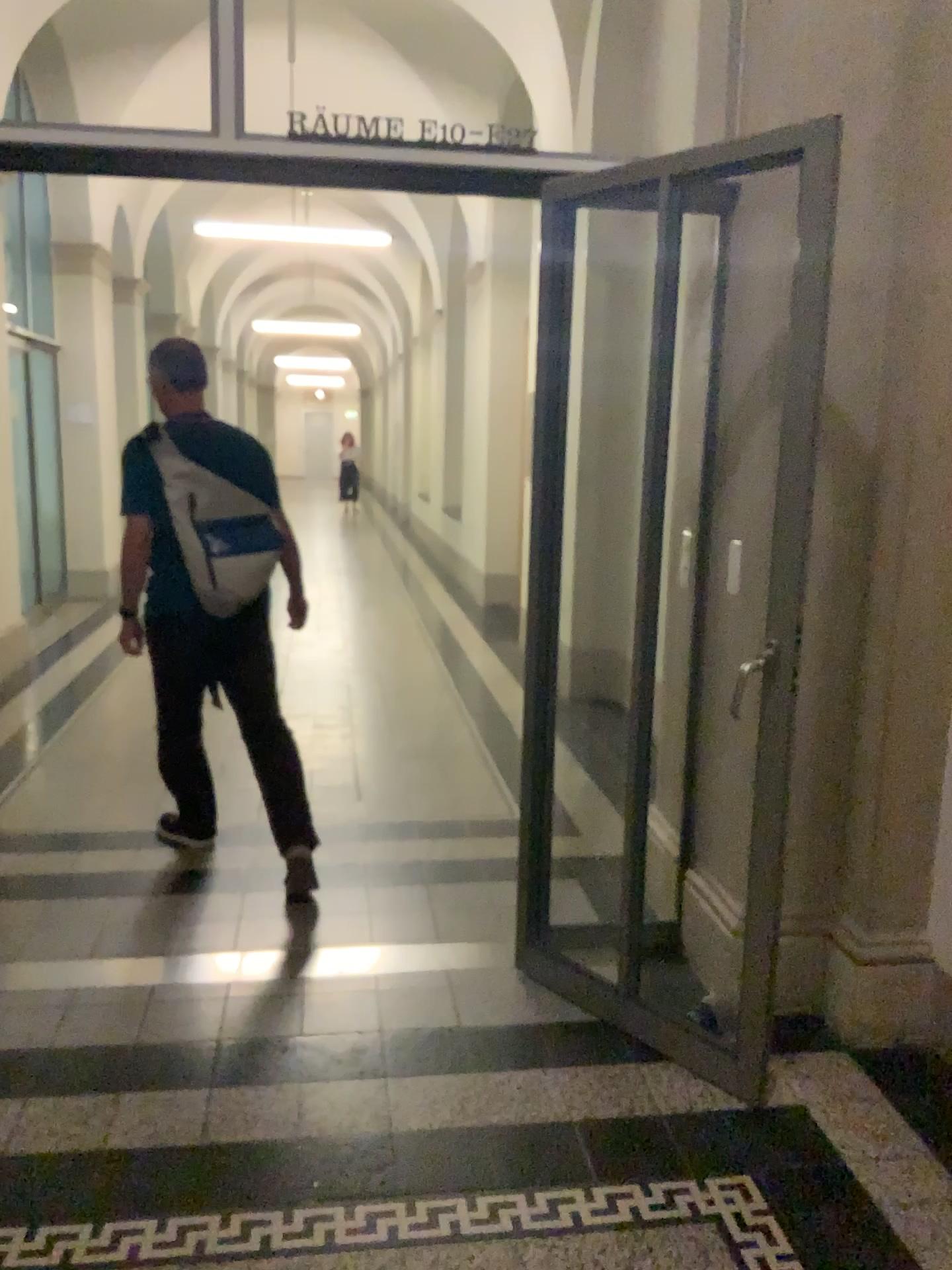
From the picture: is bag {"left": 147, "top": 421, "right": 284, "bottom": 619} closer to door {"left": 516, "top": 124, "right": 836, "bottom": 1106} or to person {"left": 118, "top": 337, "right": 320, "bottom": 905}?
person {"left": 118, "top": 337, "right": 320, "bottom": 905}

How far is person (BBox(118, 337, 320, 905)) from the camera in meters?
3.4 m

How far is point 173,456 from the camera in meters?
3.4

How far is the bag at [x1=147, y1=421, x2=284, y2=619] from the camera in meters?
3.4

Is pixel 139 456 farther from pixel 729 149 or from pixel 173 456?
pixel 729 149

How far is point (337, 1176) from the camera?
2.2 meters

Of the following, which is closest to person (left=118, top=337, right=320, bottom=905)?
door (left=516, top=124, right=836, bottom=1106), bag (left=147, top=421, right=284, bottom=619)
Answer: bag (left=147, top=421, right=284, bottom=619)

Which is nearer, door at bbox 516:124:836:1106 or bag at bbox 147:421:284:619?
door at bbox 516:124:836:1106

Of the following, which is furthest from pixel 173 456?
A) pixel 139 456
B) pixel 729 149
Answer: pixel 729 149
